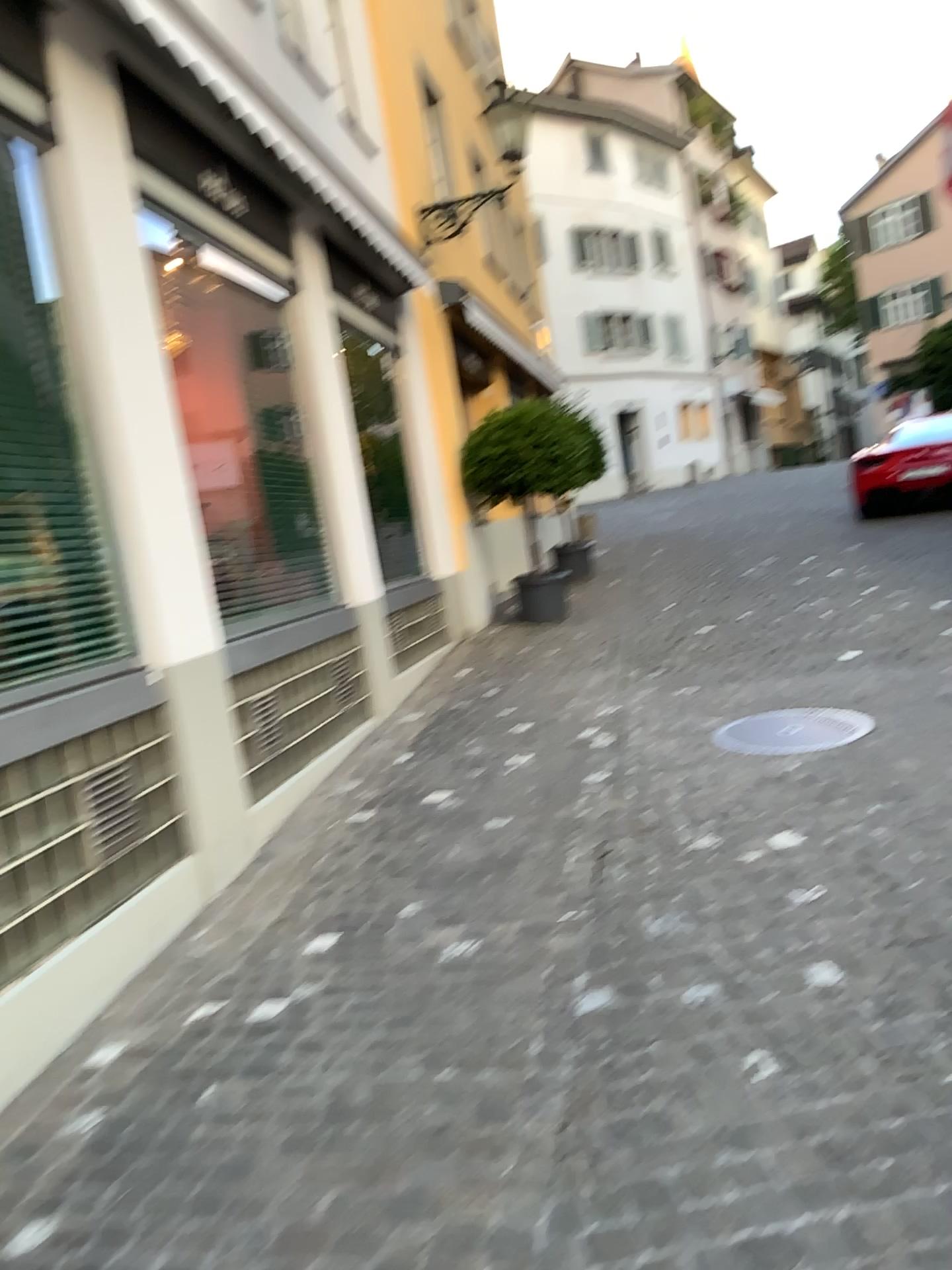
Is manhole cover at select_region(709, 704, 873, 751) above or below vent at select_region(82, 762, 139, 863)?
below

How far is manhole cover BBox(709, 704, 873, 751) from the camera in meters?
4.9

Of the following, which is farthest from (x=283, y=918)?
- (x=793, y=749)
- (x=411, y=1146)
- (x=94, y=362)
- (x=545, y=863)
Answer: (x=793, y=749)

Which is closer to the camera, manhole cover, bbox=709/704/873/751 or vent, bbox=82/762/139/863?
vent, bbox=82/762/139/863

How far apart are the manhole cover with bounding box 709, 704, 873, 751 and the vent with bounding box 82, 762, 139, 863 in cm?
279

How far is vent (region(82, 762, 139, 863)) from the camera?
3.46m

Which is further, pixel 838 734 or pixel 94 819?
pixel 838 734

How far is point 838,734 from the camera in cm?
489

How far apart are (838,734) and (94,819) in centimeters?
329cm
